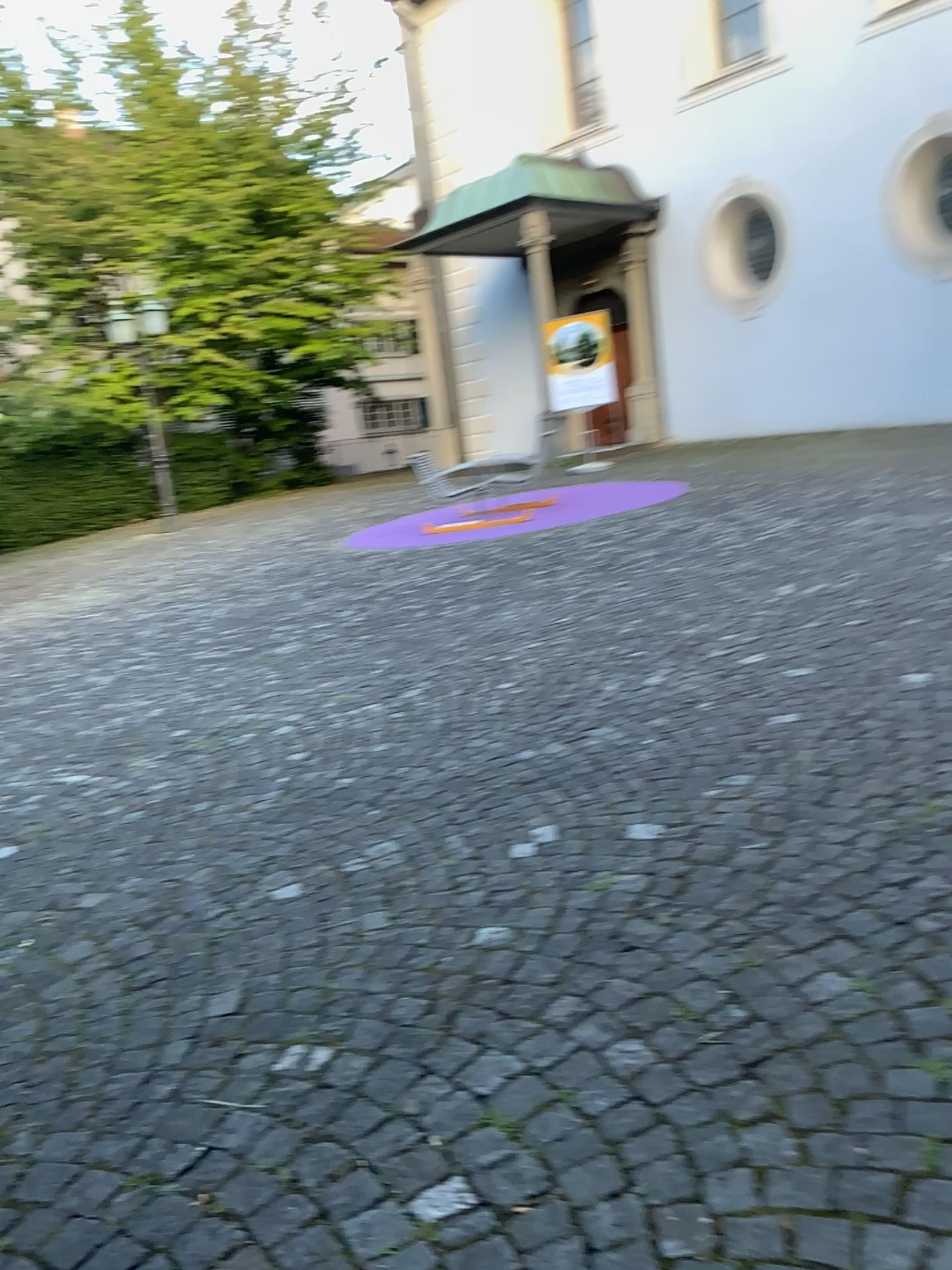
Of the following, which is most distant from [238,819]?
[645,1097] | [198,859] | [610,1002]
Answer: [645,1097]
